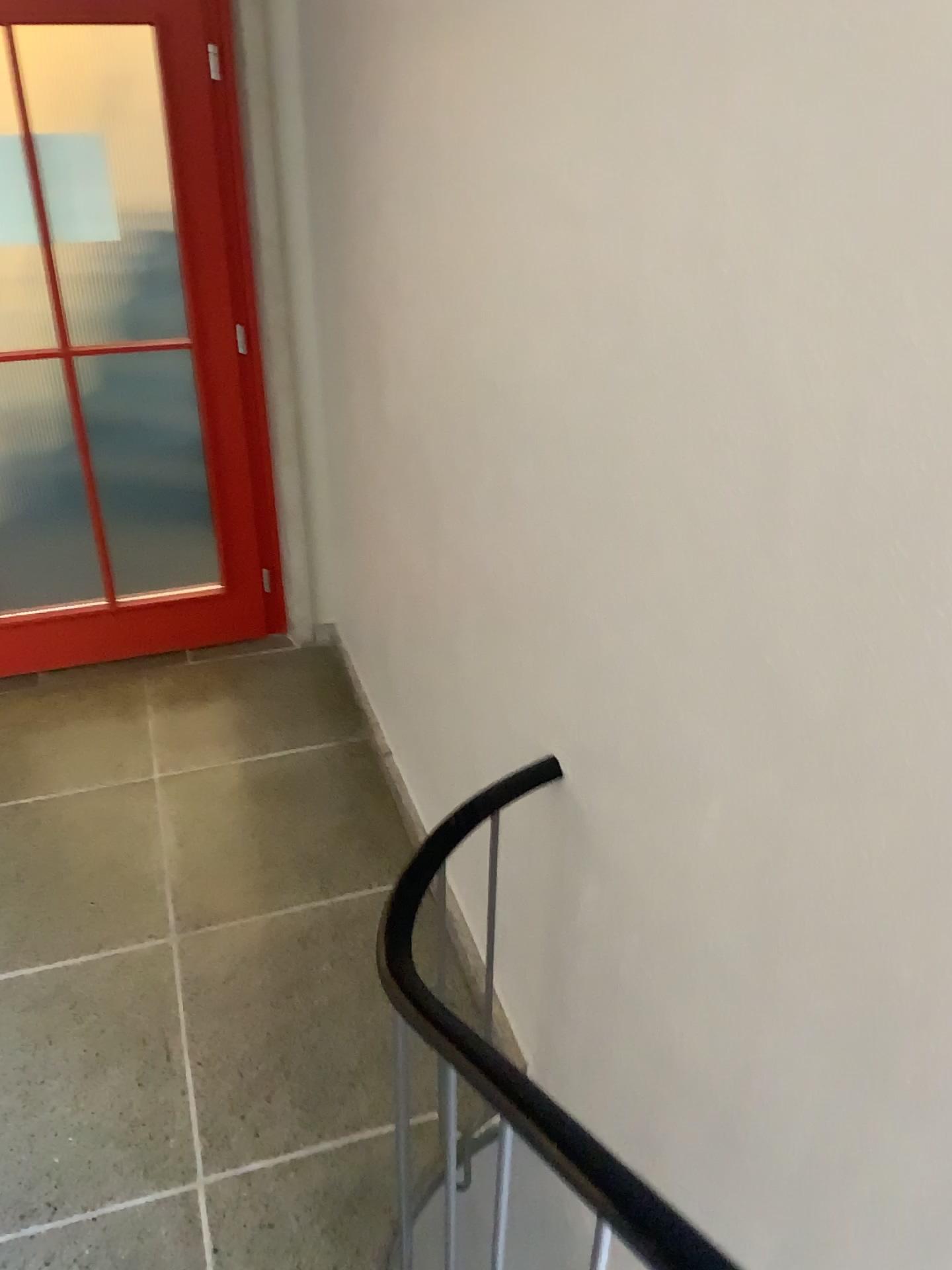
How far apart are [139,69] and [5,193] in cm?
52

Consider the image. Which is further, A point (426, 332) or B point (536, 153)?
A point (426, 332)

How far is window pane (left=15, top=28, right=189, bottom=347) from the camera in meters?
2.9 m

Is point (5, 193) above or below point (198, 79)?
below

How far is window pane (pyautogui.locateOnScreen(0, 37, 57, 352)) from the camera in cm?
303

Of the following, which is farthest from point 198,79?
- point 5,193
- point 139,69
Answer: point 5,193
